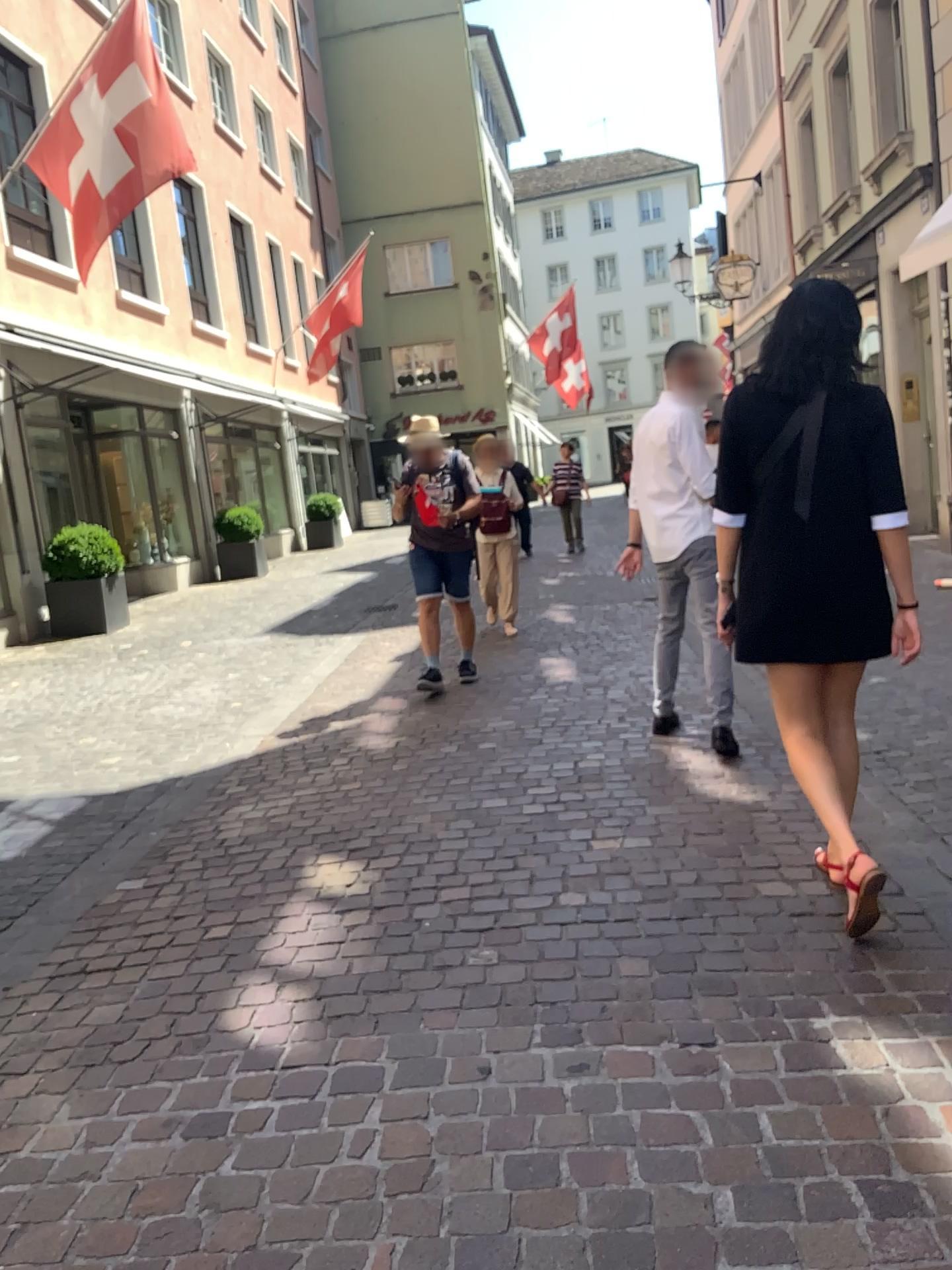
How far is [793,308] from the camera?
2.80m

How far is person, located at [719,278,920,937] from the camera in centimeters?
280cm

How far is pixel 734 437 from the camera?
2.9 meters
